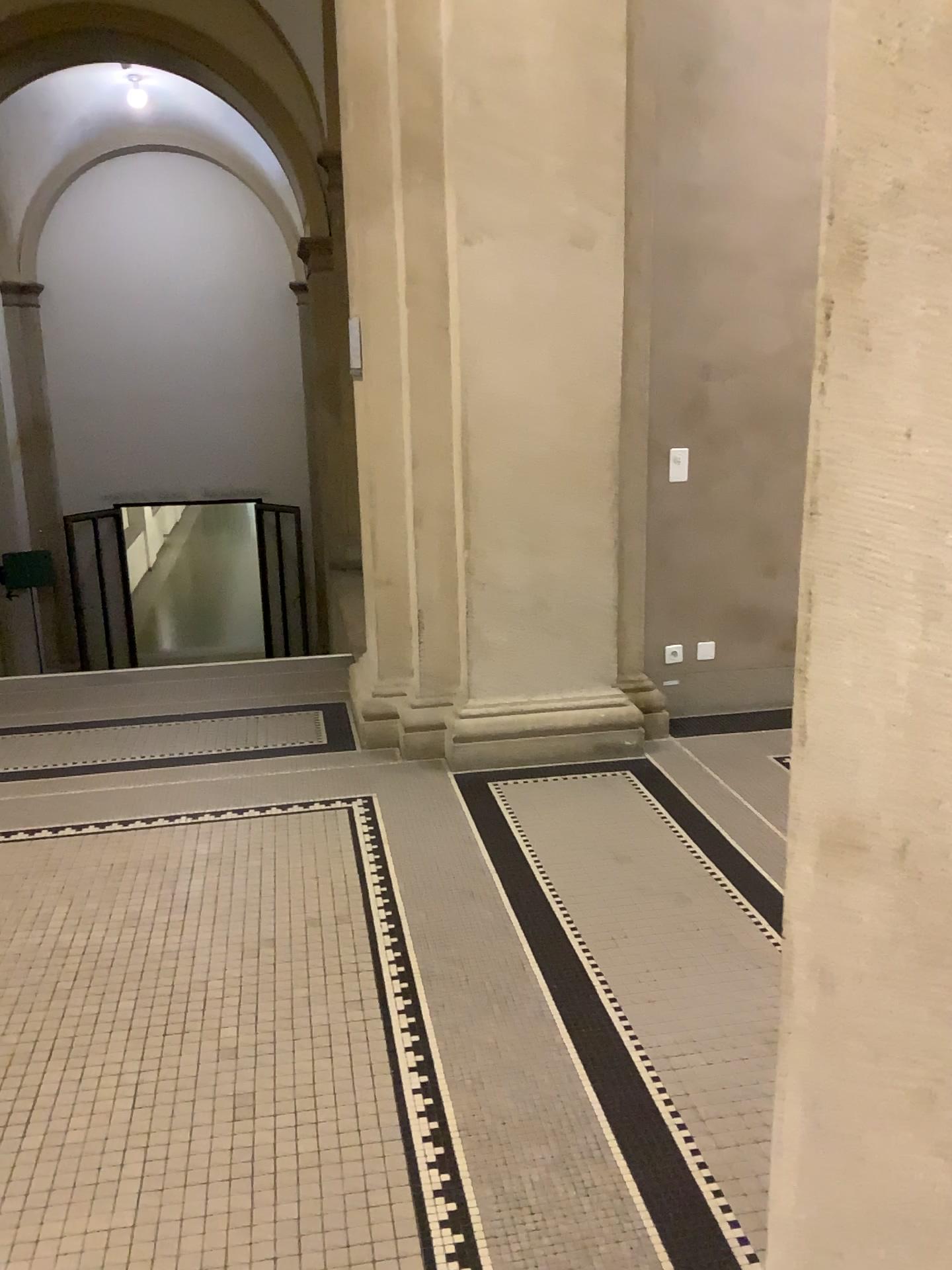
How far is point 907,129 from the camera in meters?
A: 0.8

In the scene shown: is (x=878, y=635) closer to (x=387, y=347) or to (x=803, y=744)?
(x=803, y=744)

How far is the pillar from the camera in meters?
0.8
